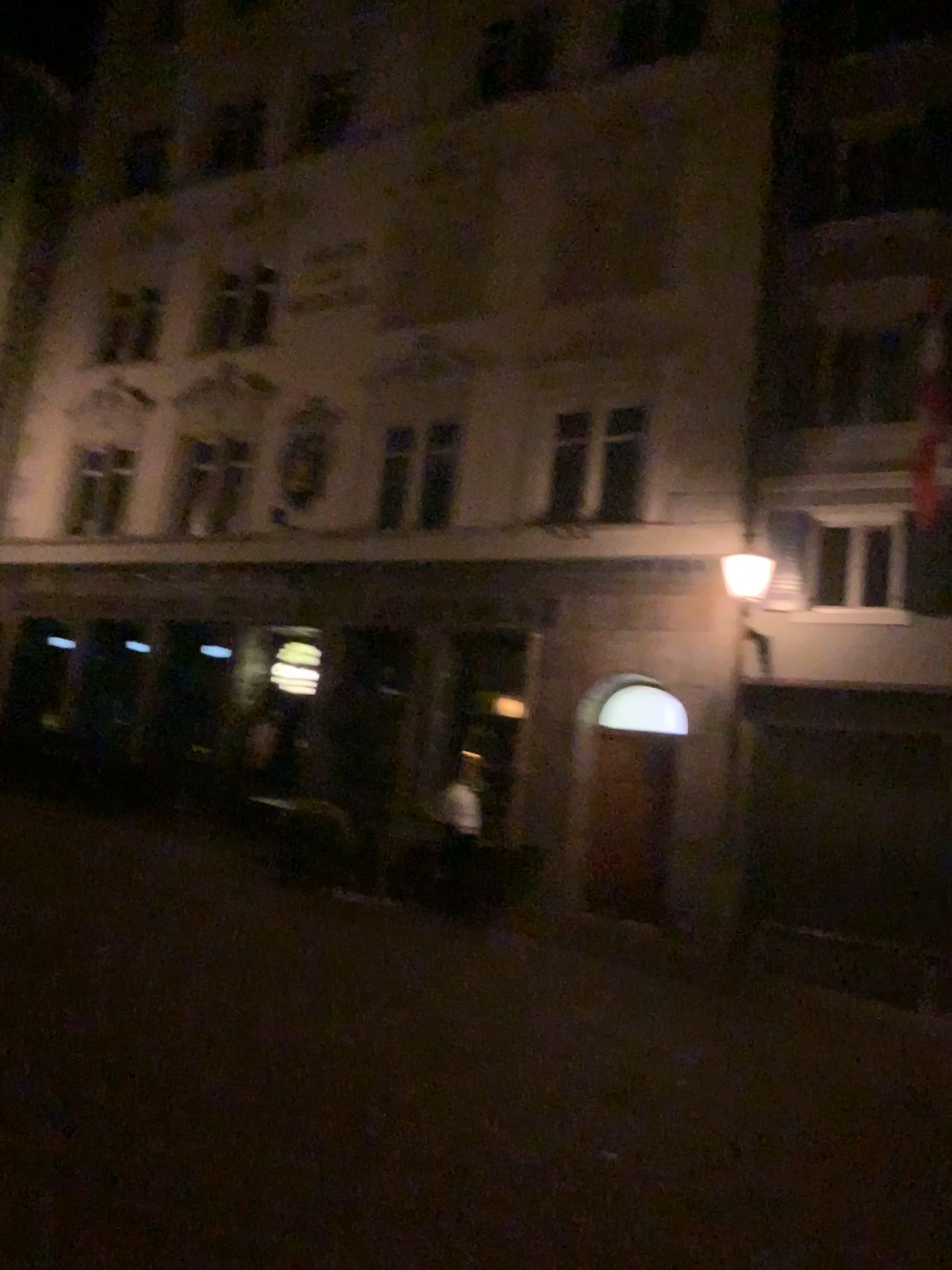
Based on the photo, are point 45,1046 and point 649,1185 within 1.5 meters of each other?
no
